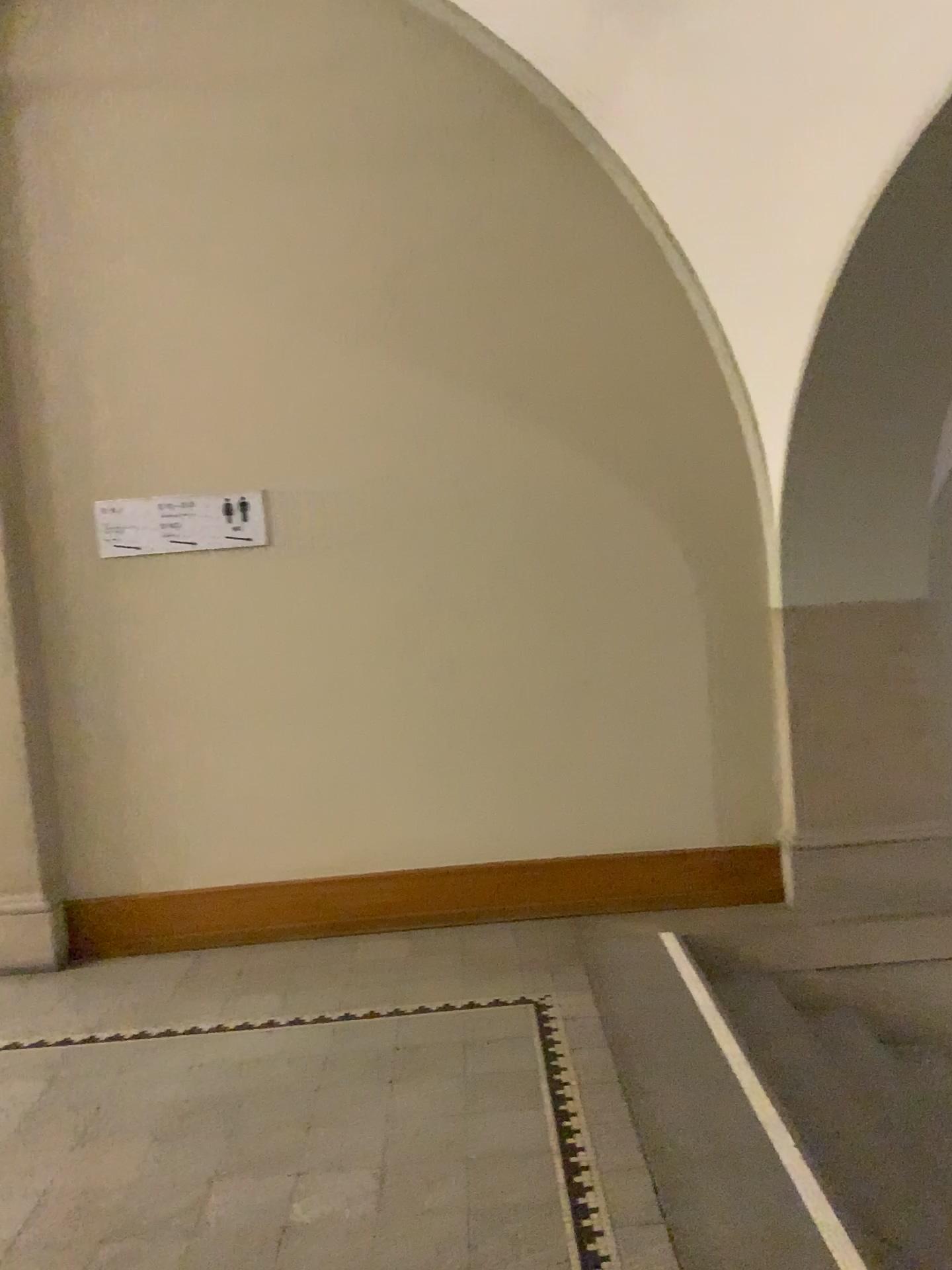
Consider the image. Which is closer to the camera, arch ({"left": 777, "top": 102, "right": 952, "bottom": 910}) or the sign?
arch ({"left": 777, "top": 102, "right": 952, "bottom": 910})

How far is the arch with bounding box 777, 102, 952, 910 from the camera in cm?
373

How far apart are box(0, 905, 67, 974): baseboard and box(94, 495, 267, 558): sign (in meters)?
1.37

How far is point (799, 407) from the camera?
3.7 meters

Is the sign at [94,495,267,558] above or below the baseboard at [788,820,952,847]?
above

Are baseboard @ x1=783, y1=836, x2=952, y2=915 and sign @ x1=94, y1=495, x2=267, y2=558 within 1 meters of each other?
no

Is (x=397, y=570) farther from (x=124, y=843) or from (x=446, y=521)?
(x=124, y=843)

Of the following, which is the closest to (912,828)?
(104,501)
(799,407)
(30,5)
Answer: (799,407)

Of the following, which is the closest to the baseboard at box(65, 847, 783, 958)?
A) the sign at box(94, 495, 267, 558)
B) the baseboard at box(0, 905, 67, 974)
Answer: the baseboard at box(0, 905, 67, 974)

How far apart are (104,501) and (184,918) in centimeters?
162cm
